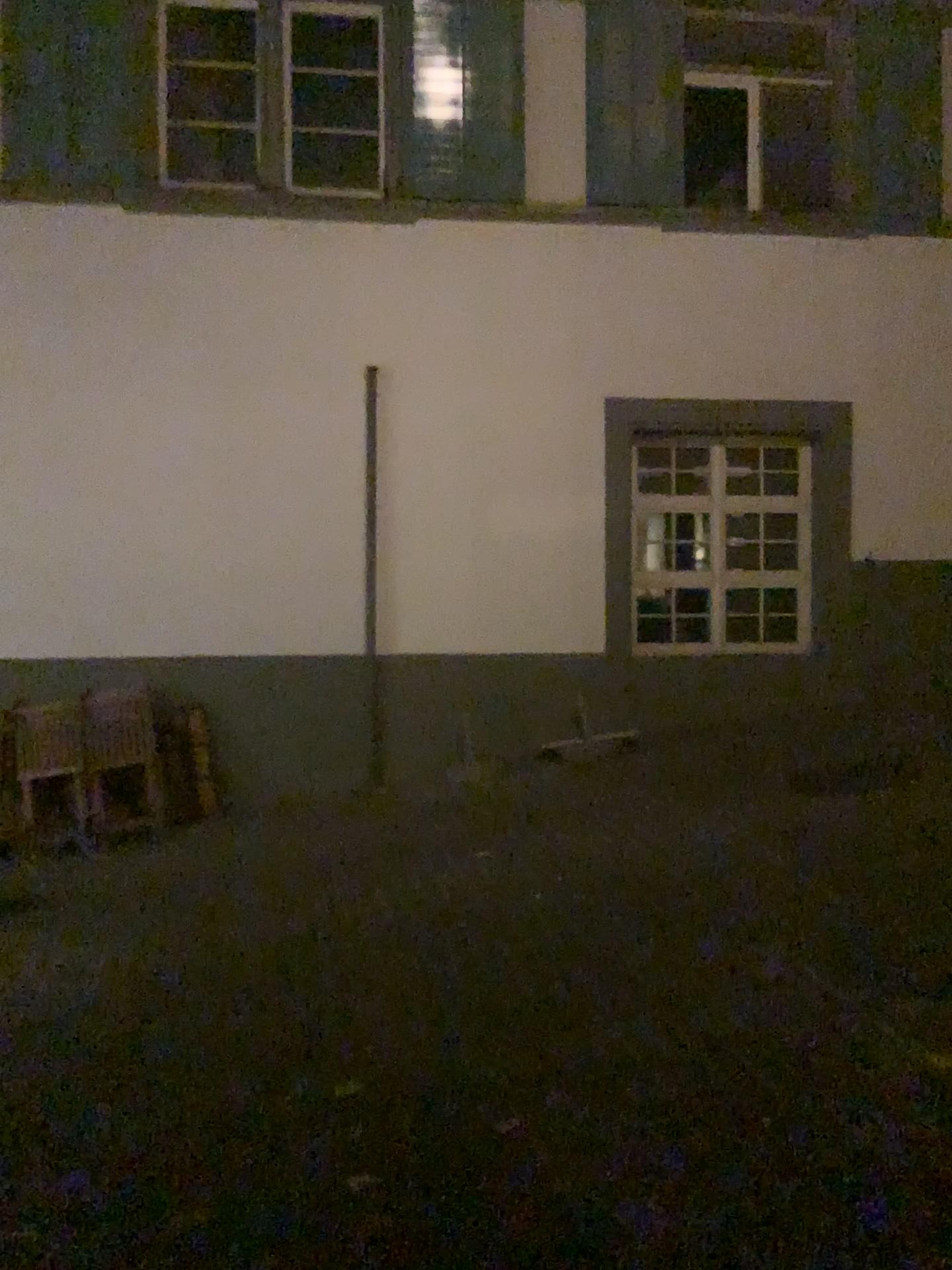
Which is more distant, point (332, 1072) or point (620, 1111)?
point (332, 1072)
